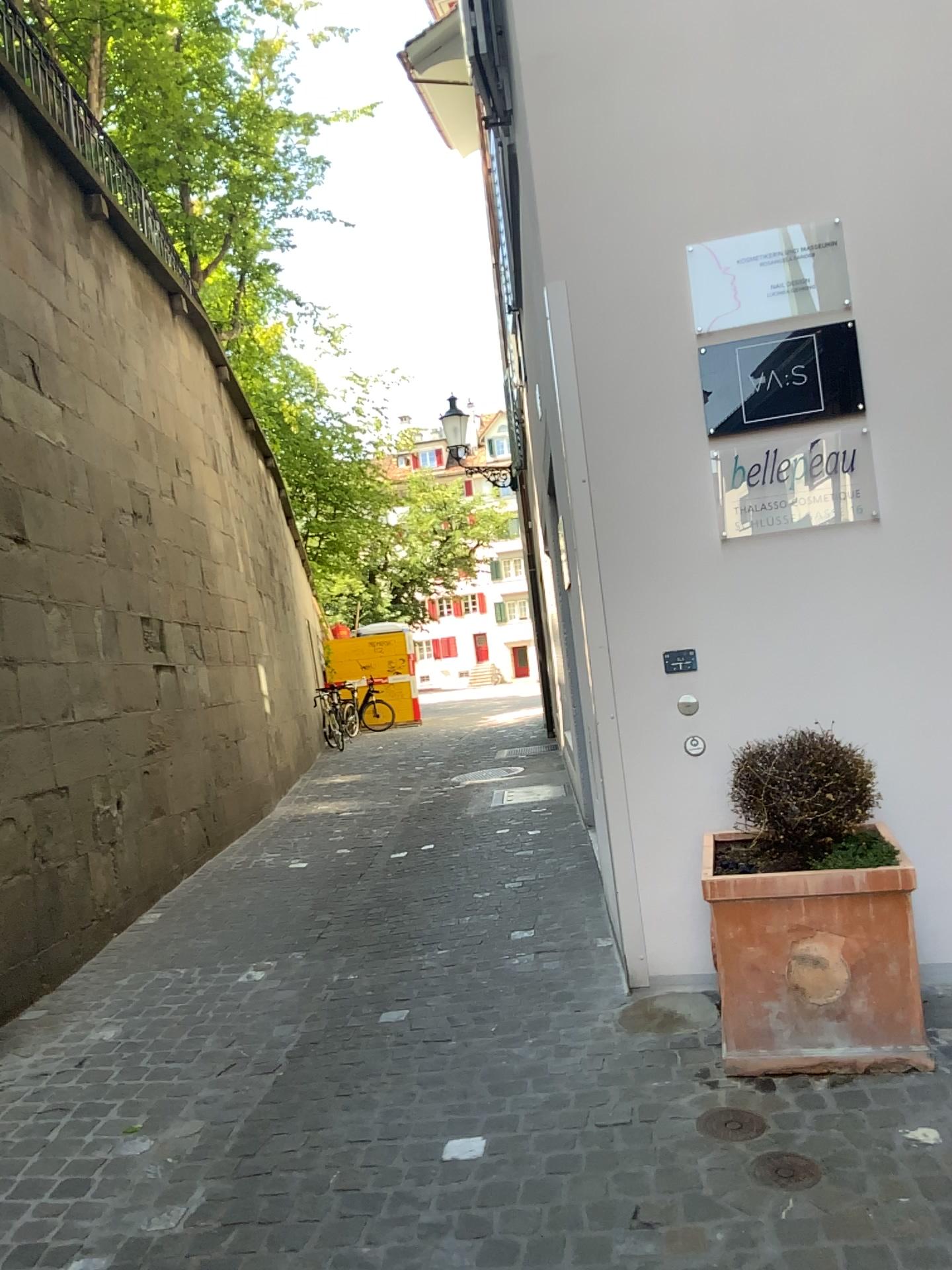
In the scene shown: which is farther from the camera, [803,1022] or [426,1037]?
[426,1037]

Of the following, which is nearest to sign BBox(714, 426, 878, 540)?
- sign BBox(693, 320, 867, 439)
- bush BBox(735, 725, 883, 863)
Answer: sign BBox(693, 320, 867, 439)

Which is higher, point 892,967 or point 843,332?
point 843,332

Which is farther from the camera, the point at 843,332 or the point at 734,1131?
the point at 843,332

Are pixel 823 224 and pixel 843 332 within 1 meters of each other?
yes

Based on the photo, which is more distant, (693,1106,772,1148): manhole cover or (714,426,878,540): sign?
(714,426,878,540): sign

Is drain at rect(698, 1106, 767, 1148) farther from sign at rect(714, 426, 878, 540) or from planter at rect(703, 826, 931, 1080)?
sign at rect(714, 426, 878, 540)

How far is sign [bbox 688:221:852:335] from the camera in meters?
3.5

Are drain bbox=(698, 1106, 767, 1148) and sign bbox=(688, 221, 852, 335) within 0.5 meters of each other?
no

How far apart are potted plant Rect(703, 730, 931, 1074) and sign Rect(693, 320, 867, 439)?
1.10m
